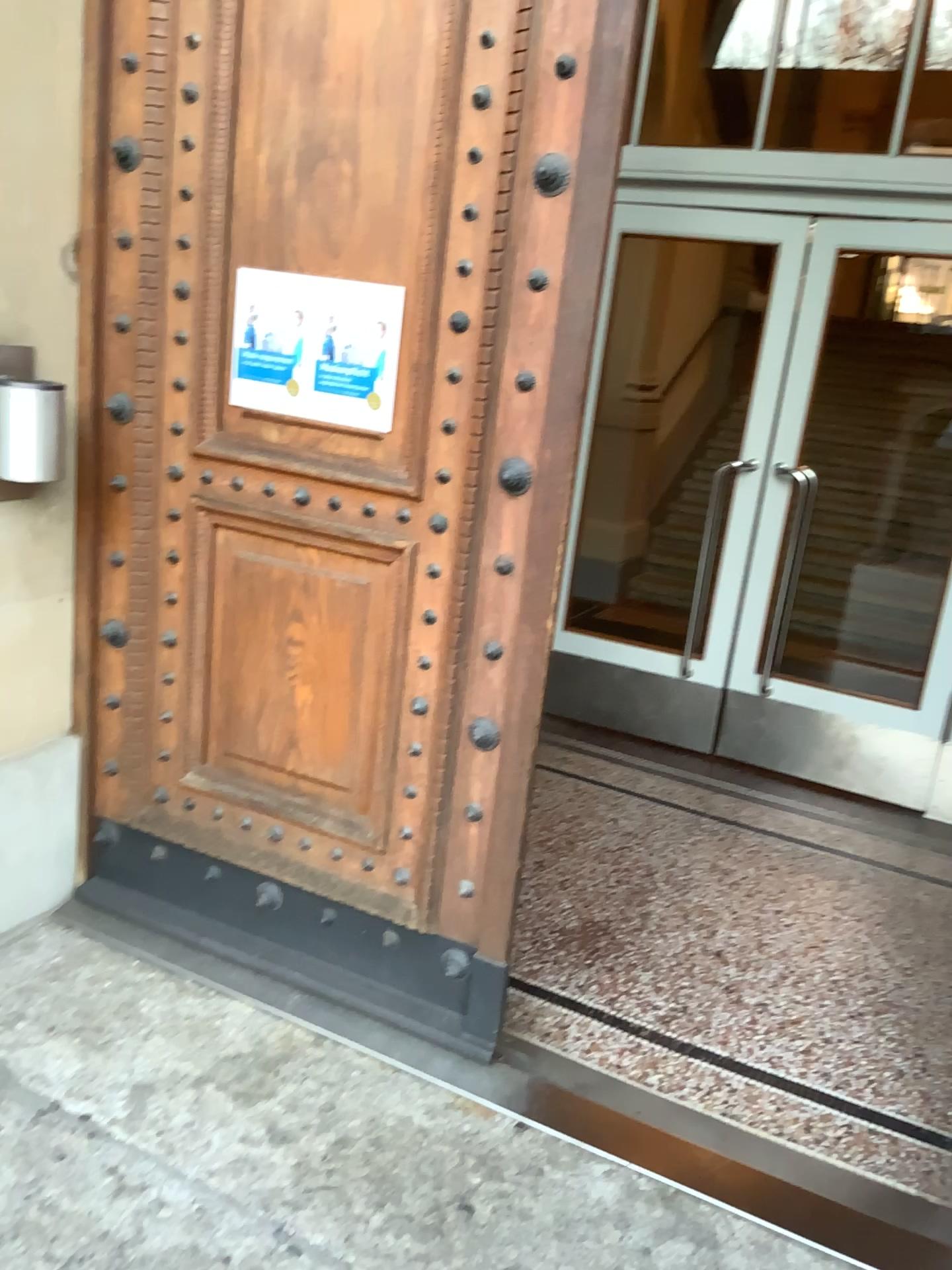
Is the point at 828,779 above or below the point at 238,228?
below

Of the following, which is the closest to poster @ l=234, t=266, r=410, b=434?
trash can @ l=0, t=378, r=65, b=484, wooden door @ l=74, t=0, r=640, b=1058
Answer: wooden door @ l=74, t=0, r=640, b=1058

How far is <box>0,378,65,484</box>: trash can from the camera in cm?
231

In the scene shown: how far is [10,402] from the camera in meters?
2.3

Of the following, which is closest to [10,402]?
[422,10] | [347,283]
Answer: [347,283]

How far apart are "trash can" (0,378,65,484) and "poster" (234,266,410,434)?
0.4m

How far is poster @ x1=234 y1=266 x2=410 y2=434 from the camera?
2.3m

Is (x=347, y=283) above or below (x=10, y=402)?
above

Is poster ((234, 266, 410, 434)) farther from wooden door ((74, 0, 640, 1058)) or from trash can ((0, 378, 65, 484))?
trash can ((0, 378, 65, 484))
